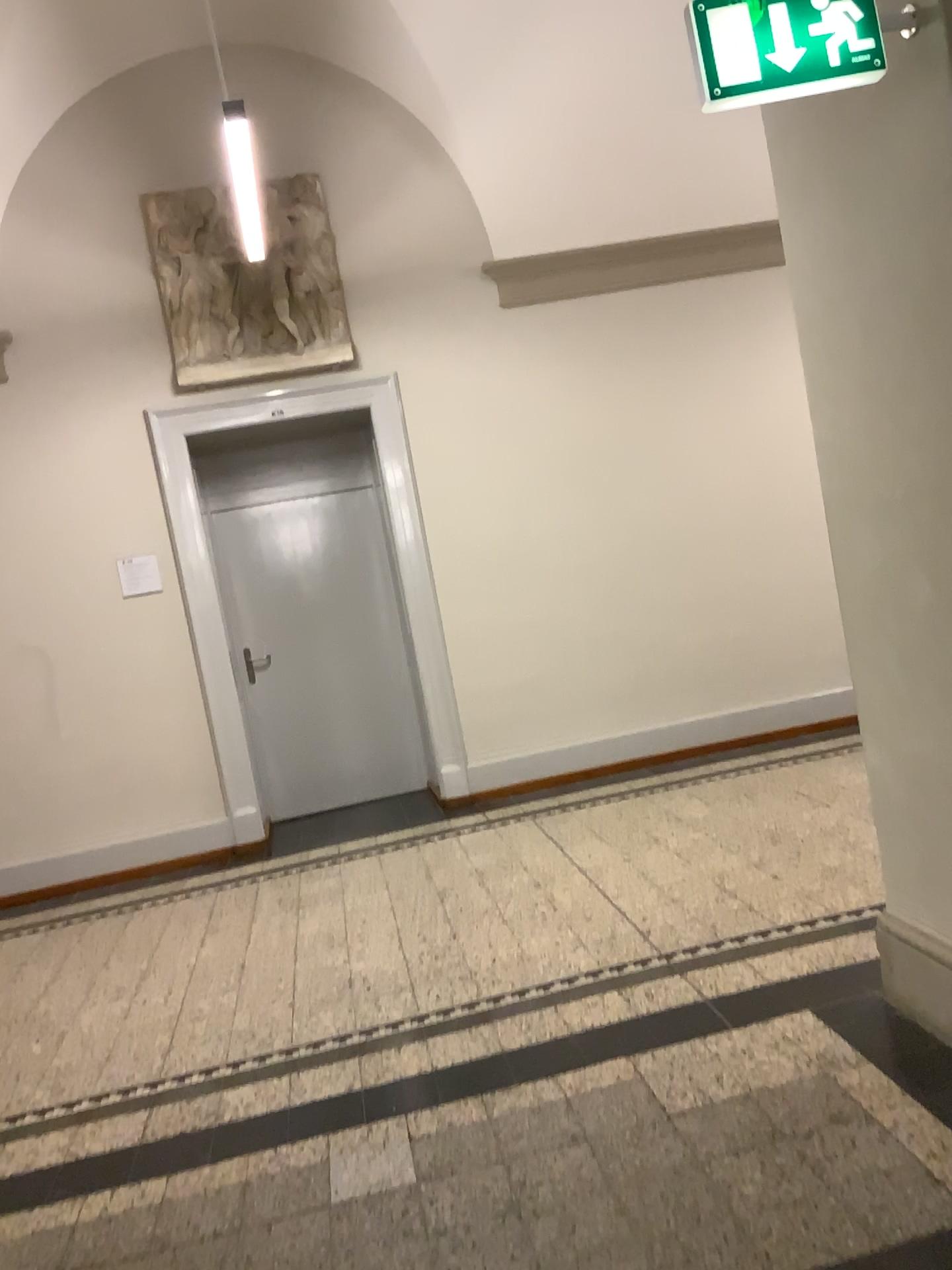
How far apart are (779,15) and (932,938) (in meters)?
2.04

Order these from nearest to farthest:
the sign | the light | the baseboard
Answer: the sign < the baseboard < the light

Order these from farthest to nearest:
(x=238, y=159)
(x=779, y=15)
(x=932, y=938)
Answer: (x=238, y=159), (x=932, y=938), (x=779, y=15)

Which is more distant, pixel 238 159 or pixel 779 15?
pixel 238 159

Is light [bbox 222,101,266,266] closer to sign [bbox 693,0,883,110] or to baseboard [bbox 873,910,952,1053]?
sign [bbox 693,0,883,110]

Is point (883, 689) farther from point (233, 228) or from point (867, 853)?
point (233, 228)

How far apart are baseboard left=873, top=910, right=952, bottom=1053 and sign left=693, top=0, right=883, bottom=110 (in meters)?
1.91

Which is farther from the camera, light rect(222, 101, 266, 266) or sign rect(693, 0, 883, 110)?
light rect(222, 101, 266, 266)

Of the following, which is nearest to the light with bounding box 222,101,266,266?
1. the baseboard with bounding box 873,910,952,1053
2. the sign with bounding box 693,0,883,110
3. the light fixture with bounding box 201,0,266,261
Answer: the light fixture with bounding box 201,0,266,261

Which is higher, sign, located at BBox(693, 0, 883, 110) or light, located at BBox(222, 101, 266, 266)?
light, located at BBox(222, 101, 266, 266)
